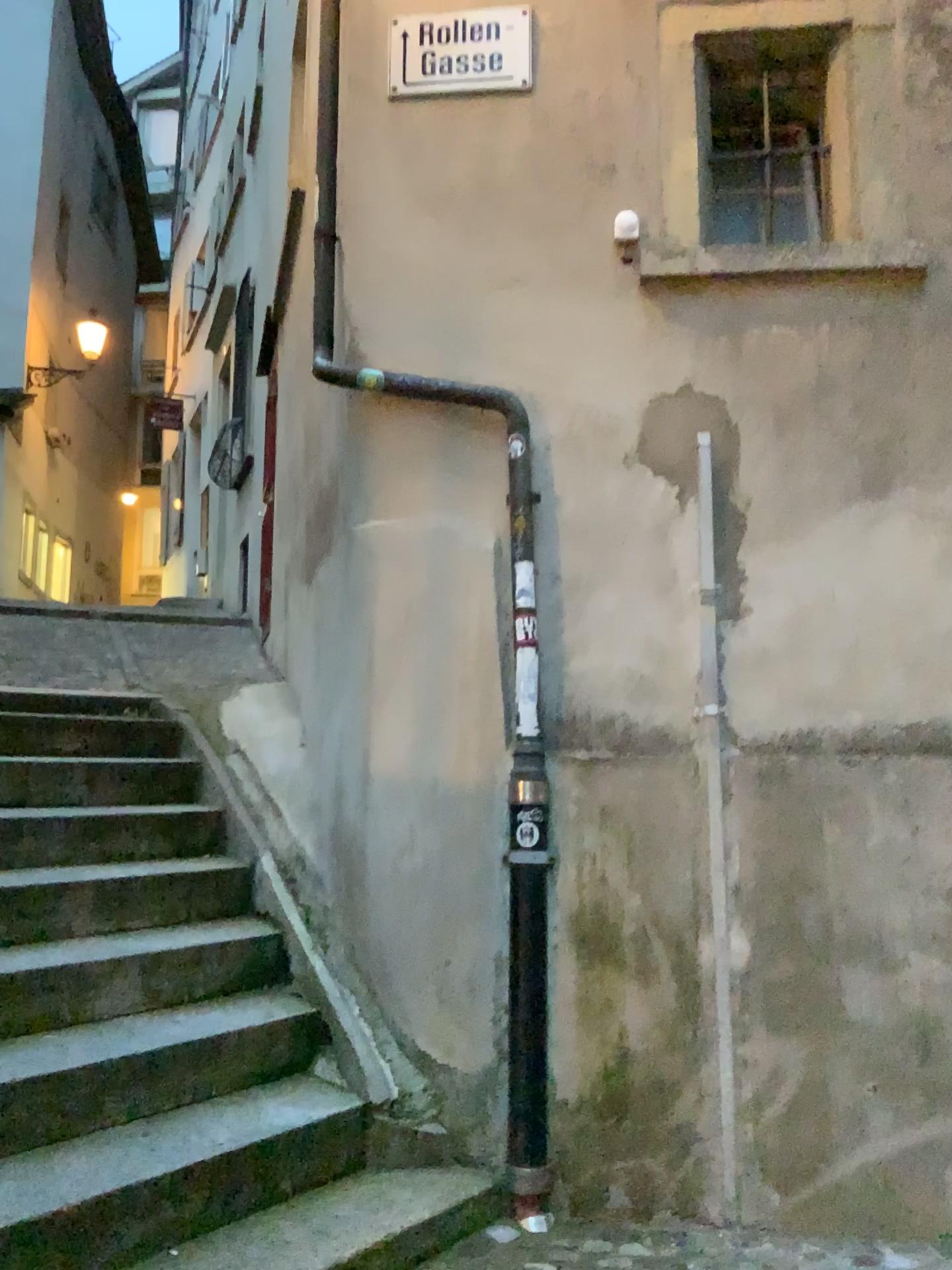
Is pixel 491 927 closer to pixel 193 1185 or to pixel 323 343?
pixel 193 1185

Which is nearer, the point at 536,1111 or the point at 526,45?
the point at 536,1111

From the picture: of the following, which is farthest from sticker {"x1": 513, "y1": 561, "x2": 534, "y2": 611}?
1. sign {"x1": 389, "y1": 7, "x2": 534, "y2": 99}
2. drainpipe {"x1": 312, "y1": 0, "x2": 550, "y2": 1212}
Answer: sign {"x1": 389, "y1": 7, "x2": 534, "y2": 99}

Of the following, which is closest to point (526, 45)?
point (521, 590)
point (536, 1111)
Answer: point (521, 590)

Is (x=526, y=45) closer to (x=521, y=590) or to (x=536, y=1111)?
(x=521, y=590)

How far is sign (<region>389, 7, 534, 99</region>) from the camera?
3.6 meters

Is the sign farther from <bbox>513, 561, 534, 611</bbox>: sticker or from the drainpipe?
<bbox>513, 561, 534, 611</bbox>: sticker

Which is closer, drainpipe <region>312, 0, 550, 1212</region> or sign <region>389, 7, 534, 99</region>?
drainpipe <region>312, 0, 550, 1212</region>

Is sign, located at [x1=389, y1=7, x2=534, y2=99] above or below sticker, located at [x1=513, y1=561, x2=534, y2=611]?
above
